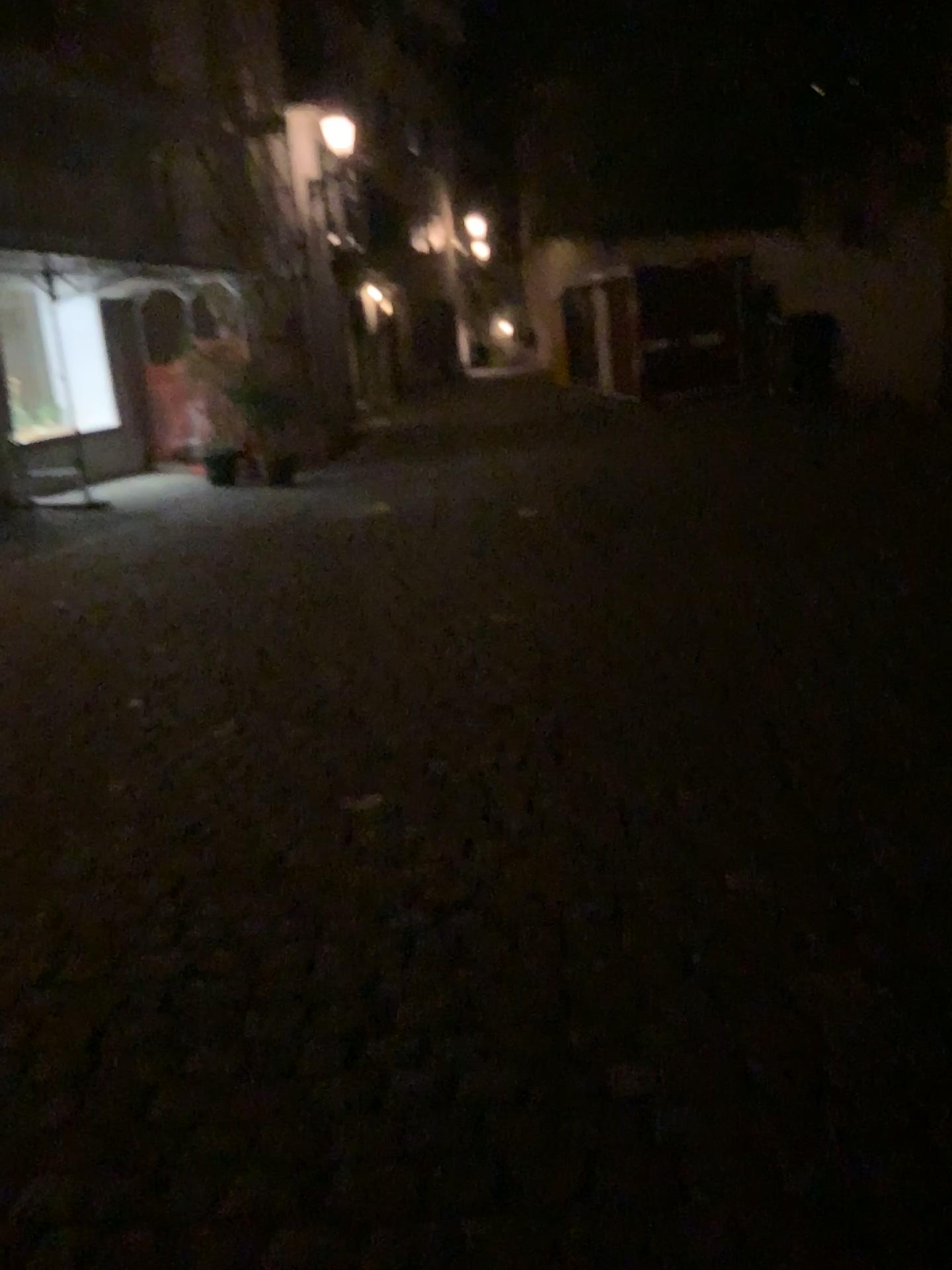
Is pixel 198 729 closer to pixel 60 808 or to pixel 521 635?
pixel 60 808
